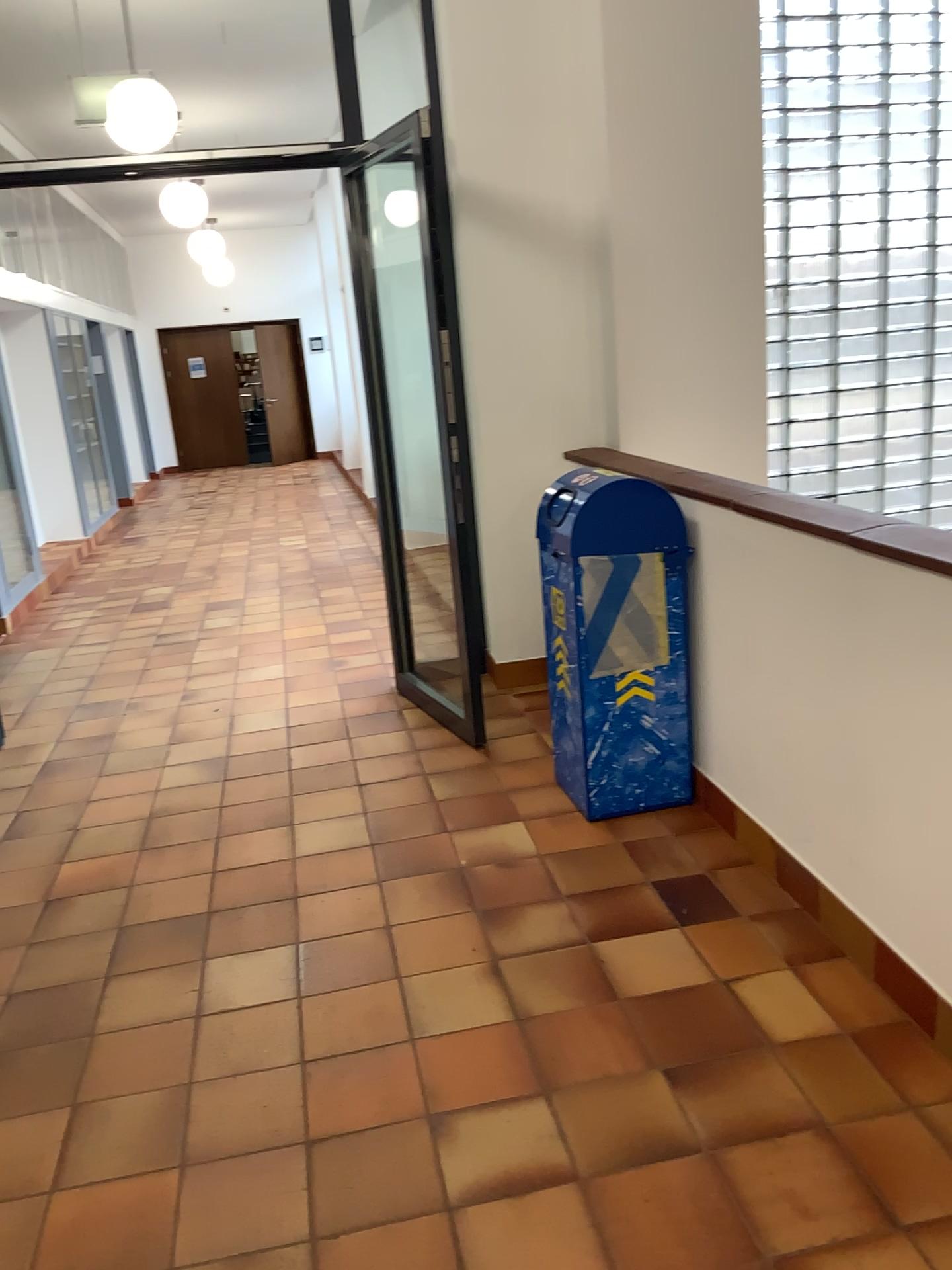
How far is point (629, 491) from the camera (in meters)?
3.23

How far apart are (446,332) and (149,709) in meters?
2.3 m

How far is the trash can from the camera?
3.2m
